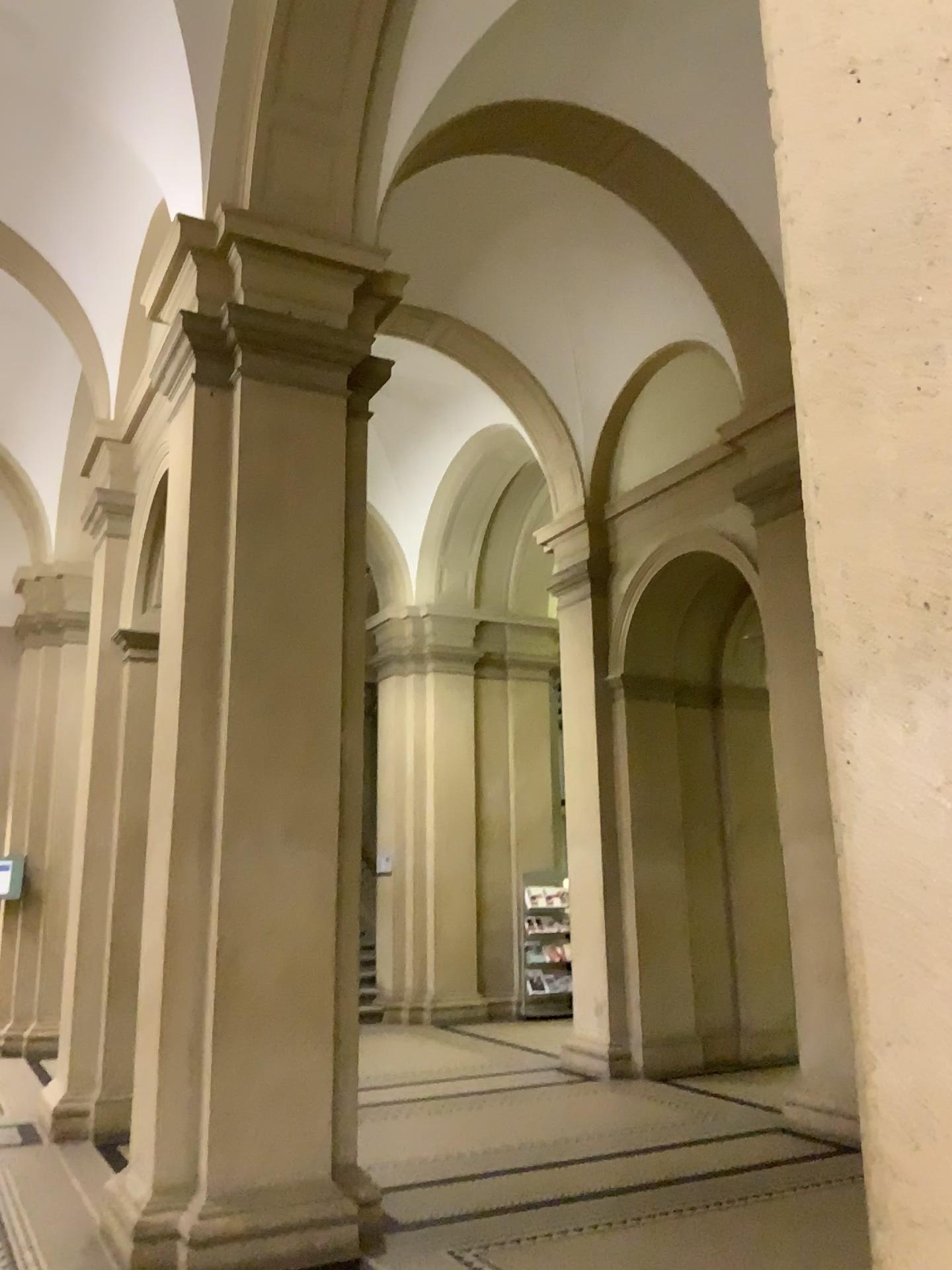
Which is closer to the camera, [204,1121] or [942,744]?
[942,744]

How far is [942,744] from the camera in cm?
119

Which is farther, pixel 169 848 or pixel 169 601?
pixel 169 601

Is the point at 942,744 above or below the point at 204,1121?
above

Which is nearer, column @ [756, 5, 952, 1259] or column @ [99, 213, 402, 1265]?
column @ [756, 5, 952, 1259]

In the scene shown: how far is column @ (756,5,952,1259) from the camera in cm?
119
